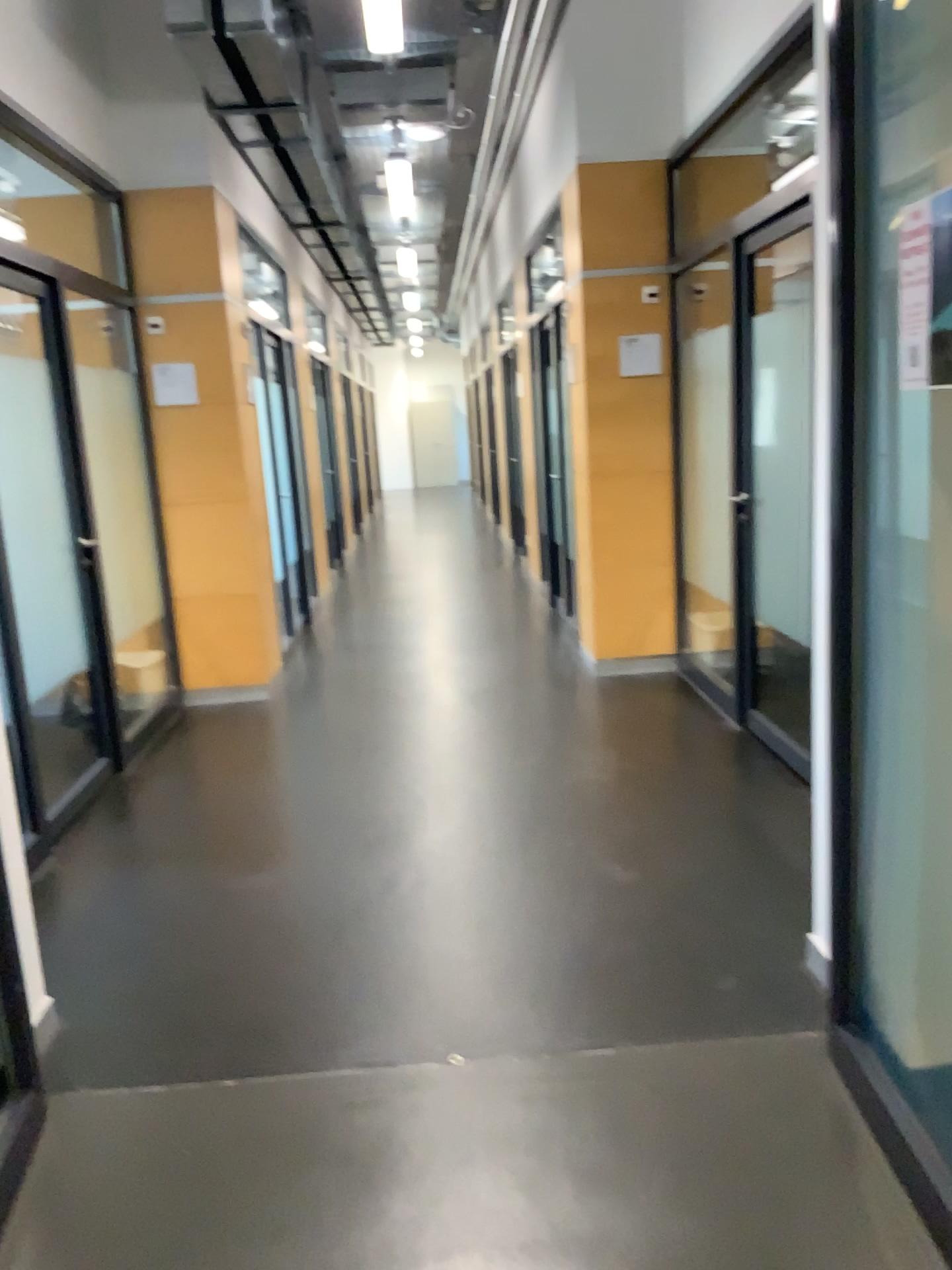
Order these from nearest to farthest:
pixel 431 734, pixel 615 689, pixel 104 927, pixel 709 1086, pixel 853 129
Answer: pixel 853 129, pixel 709 1086, pixel 104 927, pixel 431 734, pixel 615 689
